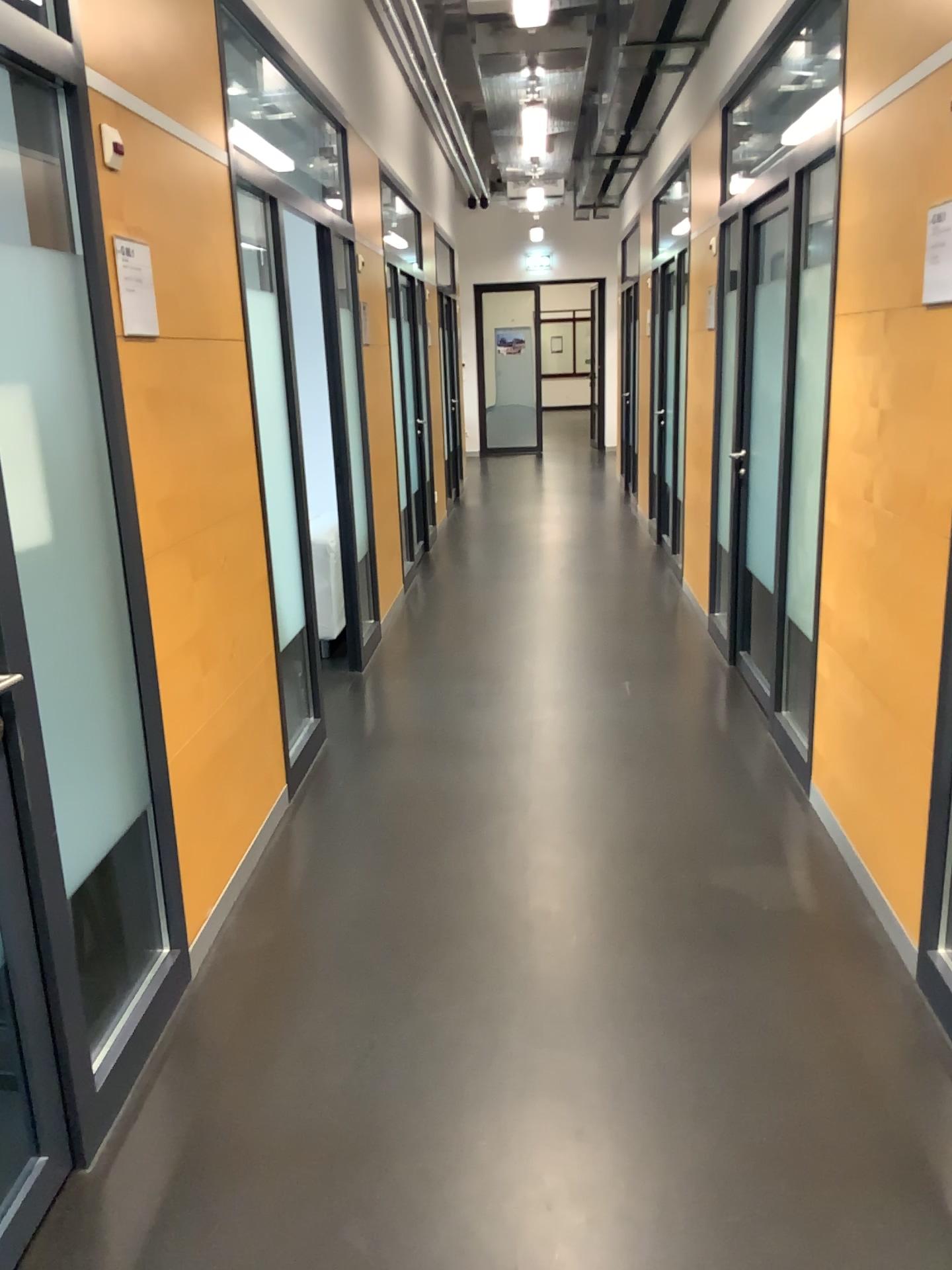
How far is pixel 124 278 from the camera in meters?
2.4 m

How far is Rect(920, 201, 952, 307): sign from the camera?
2.4 meters

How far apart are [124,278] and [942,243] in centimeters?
188cm

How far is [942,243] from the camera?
2.4m

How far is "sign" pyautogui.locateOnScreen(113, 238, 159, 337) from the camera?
2.4 meters

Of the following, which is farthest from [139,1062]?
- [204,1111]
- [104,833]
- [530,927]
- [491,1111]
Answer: [530,927]

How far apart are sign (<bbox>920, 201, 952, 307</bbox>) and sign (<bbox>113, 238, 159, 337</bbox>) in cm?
184
